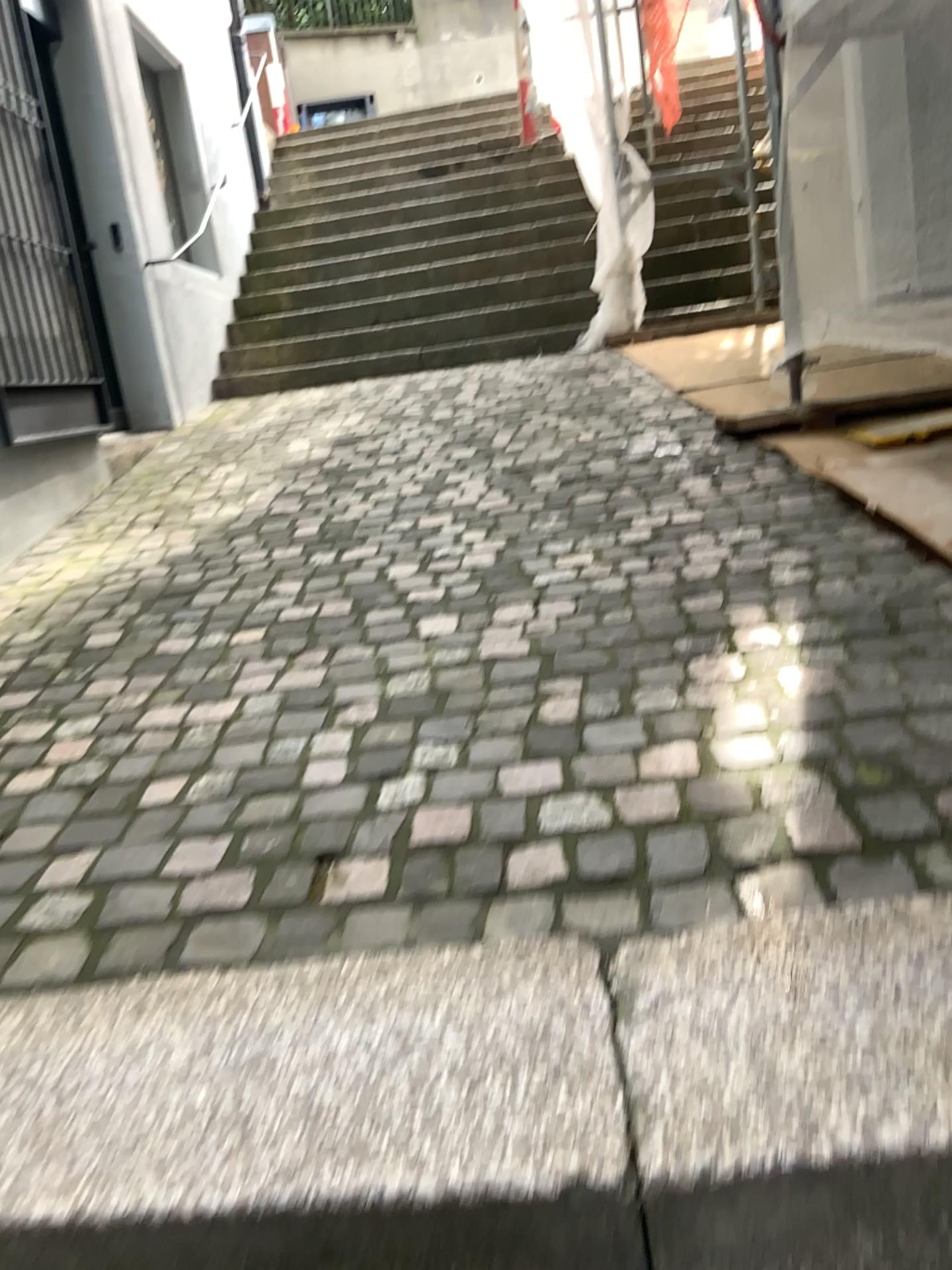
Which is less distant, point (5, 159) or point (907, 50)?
point (907, 50)

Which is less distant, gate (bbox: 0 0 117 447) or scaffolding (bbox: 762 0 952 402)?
scaffolding (bbox: 762 0 952 402)

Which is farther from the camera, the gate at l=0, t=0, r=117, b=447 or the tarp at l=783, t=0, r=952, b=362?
the gate at l=0, t=0, r=117, b=447

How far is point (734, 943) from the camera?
1.2m

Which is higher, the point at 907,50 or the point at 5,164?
the point at 5,164

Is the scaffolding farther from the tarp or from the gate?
the gate

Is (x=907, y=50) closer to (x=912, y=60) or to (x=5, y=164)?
(x=912, y=60)

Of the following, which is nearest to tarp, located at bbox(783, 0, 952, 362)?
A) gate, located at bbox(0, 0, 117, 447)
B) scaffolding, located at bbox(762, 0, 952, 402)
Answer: scaffolding, located at bbox(762, 0, 952, 402)

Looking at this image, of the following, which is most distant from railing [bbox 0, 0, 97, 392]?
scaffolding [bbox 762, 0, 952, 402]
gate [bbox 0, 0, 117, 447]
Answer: scaffolding [bbox 762, 0, 952, 402]
